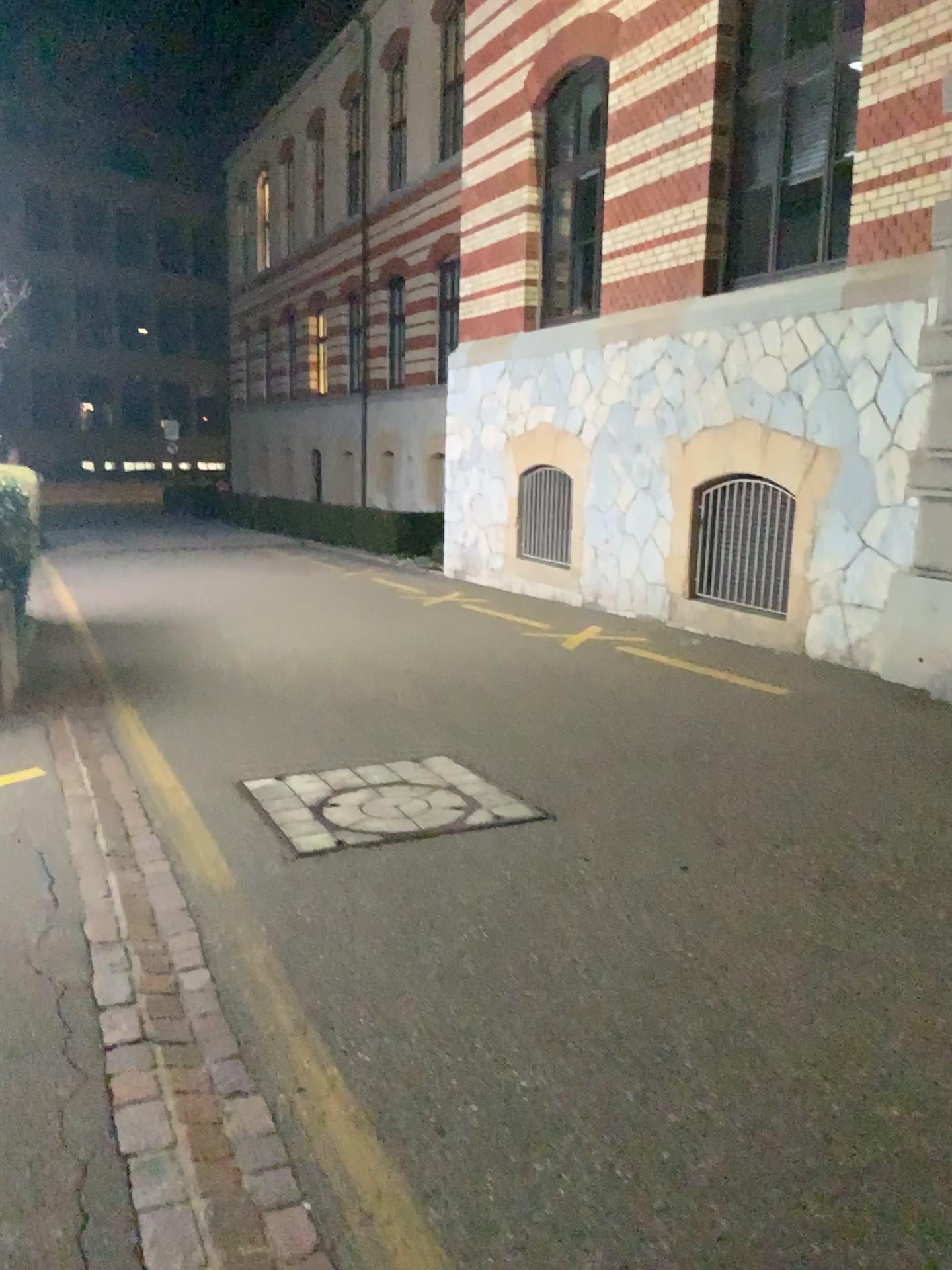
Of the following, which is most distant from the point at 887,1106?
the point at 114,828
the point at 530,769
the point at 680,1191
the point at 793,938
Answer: the point at 114,828
